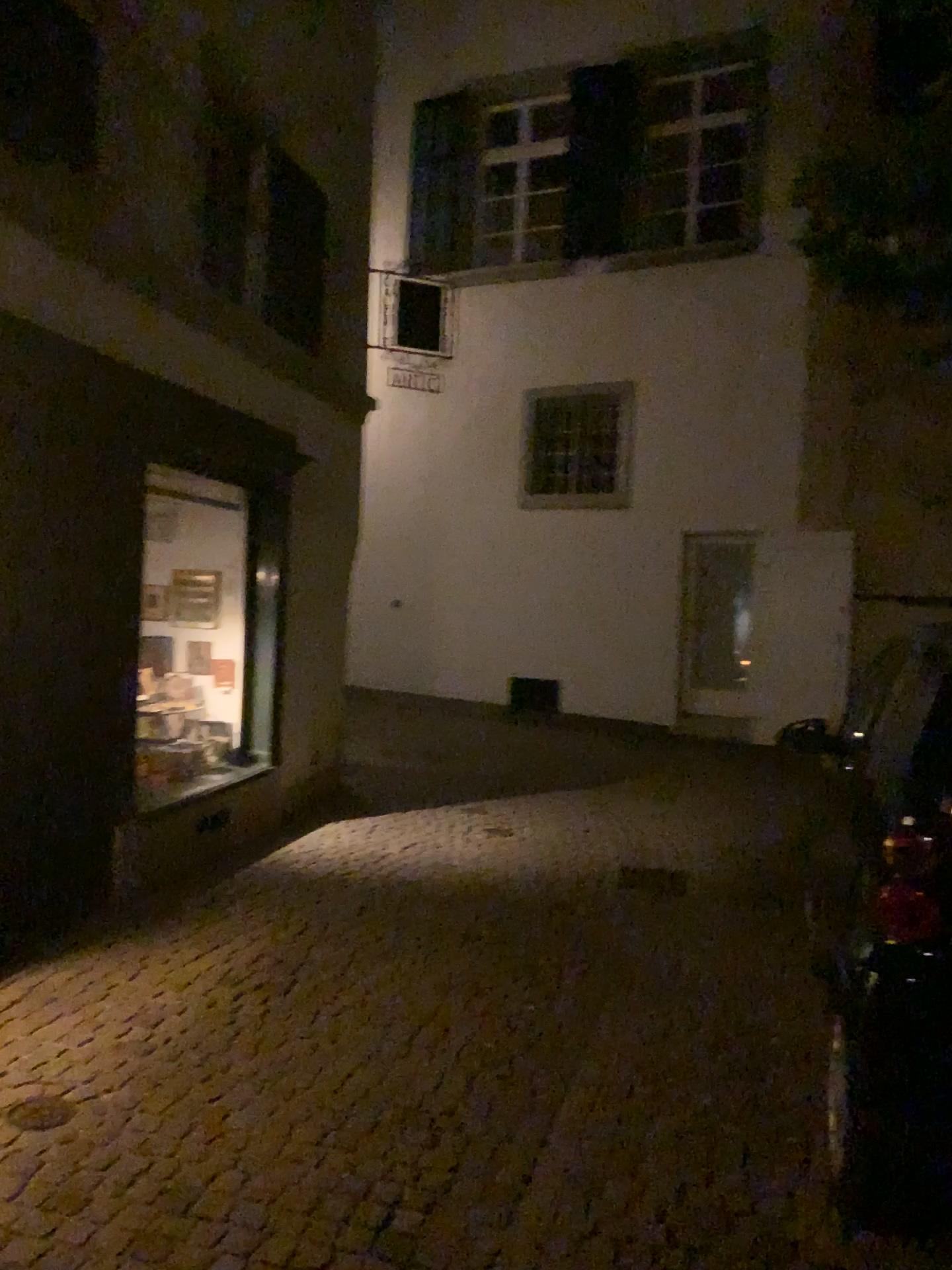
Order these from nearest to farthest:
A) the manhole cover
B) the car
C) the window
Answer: the car < the manhole cover < the window

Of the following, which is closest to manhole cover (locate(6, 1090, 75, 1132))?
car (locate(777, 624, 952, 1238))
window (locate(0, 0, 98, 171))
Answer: car (locate(777, 624, 952, 1238))

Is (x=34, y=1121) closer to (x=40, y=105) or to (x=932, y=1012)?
(x=932, y=1012)

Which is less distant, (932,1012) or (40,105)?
(932,1012)

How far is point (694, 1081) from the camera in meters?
3.4

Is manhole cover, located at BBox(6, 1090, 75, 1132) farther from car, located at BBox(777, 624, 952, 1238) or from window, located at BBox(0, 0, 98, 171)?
window, located at BBox(0, 0, 98, 171)

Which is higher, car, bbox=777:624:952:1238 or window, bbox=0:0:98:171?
window, bbox=0:0:98:171

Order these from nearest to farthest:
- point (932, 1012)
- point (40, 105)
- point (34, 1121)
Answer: point (932, 1012) < point (34, 1121) < point (40, 105)

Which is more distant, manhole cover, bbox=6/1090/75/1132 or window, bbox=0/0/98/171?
window, bbox=0/0/98/171
